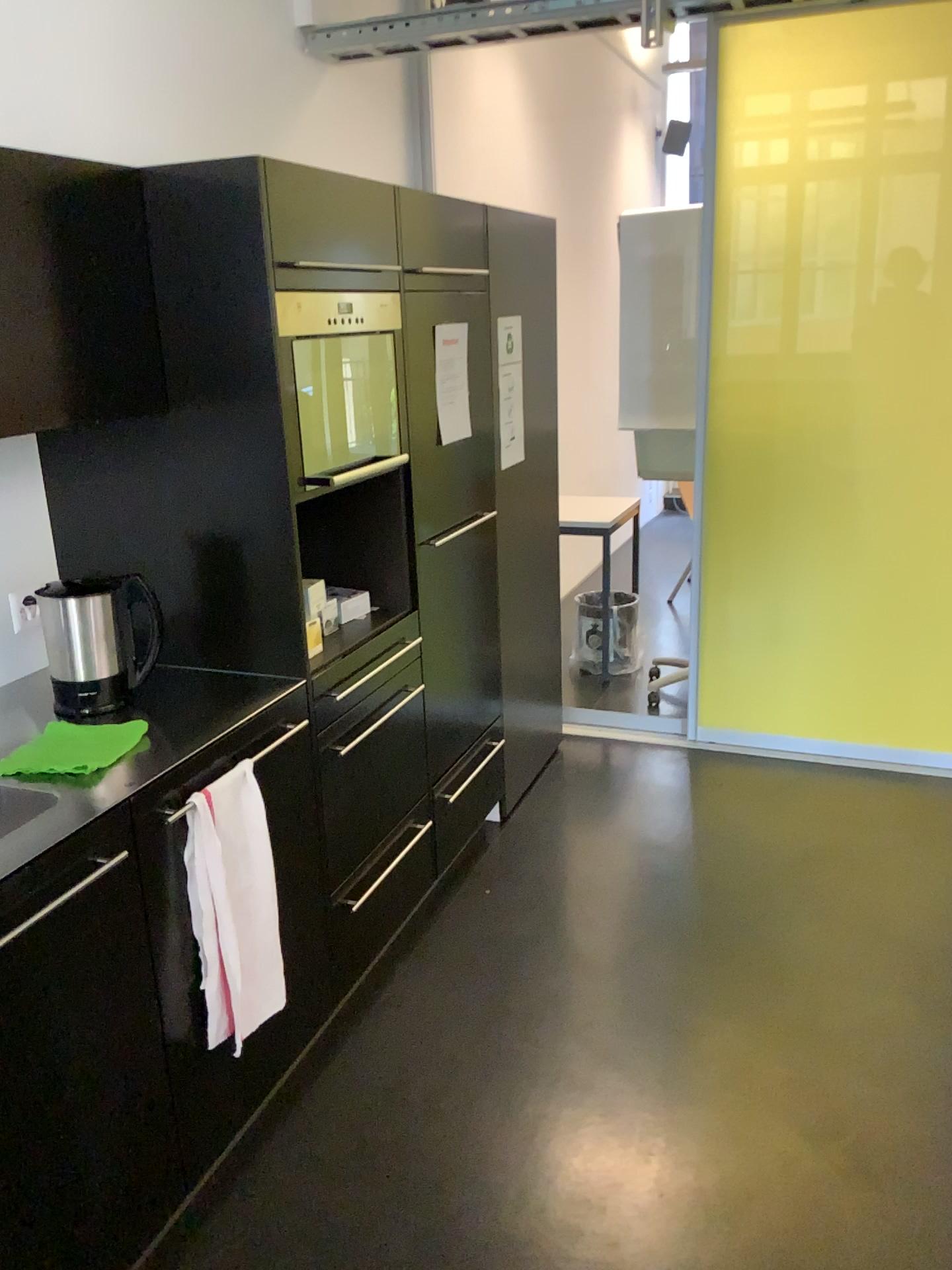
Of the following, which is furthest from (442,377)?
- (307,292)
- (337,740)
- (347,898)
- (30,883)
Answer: (30,883)

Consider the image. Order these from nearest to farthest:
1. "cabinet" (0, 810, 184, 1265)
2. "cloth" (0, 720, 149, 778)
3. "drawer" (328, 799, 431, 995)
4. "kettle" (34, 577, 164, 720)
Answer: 1. "cabinet" (0, 810, 184, 1265)
2. "cloth" (0, 720, 149, 778)
3. "kettle" (34, 577, 164, 720)
4. "drawer" (328, 799, 431, 995)

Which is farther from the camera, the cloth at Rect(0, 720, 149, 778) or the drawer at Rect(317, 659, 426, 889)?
the drawer at Rect(317, 659, 426, 889)

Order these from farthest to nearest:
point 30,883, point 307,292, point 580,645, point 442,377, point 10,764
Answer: point 580,645, point 442,377, point 307,292, point 10,764, point 30,883

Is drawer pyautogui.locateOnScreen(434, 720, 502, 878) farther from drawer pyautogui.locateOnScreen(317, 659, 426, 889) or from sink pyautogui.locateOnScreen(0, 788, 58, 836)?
sink pyautogui.locateOnScreen(0, 788, 58, 836)

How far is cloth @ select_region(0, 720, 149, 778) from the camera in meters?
1.8 m

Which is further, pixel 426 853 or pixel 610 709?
pixel 610 709

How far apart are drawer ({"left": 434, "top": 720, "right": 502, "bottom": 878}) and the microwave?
1.0 meters

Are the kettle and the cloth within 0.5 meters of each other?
yes

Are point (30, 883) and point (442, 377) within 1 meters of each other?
no
